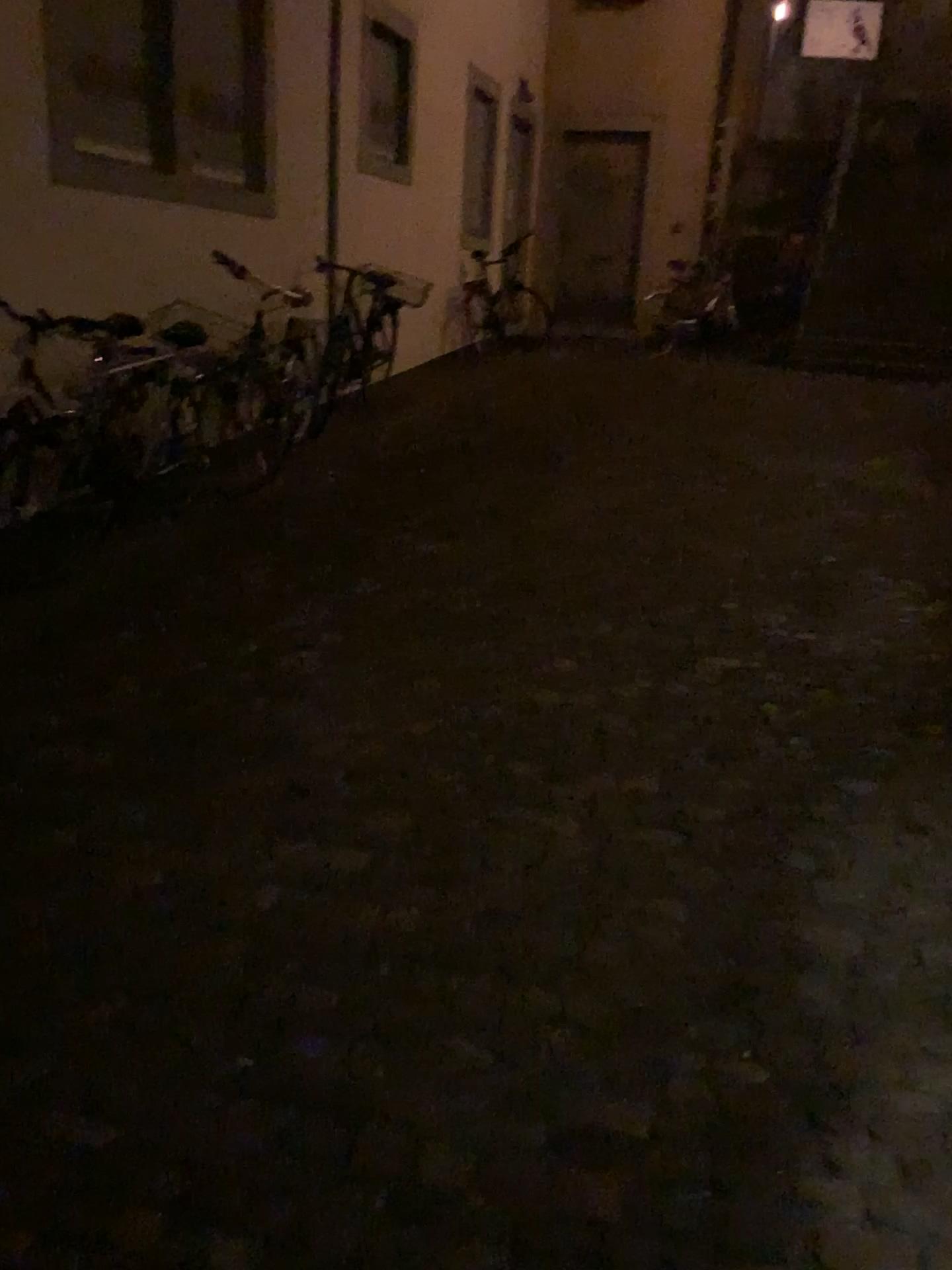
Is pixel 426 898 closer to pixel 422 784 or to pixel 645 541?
pixel 422 784
